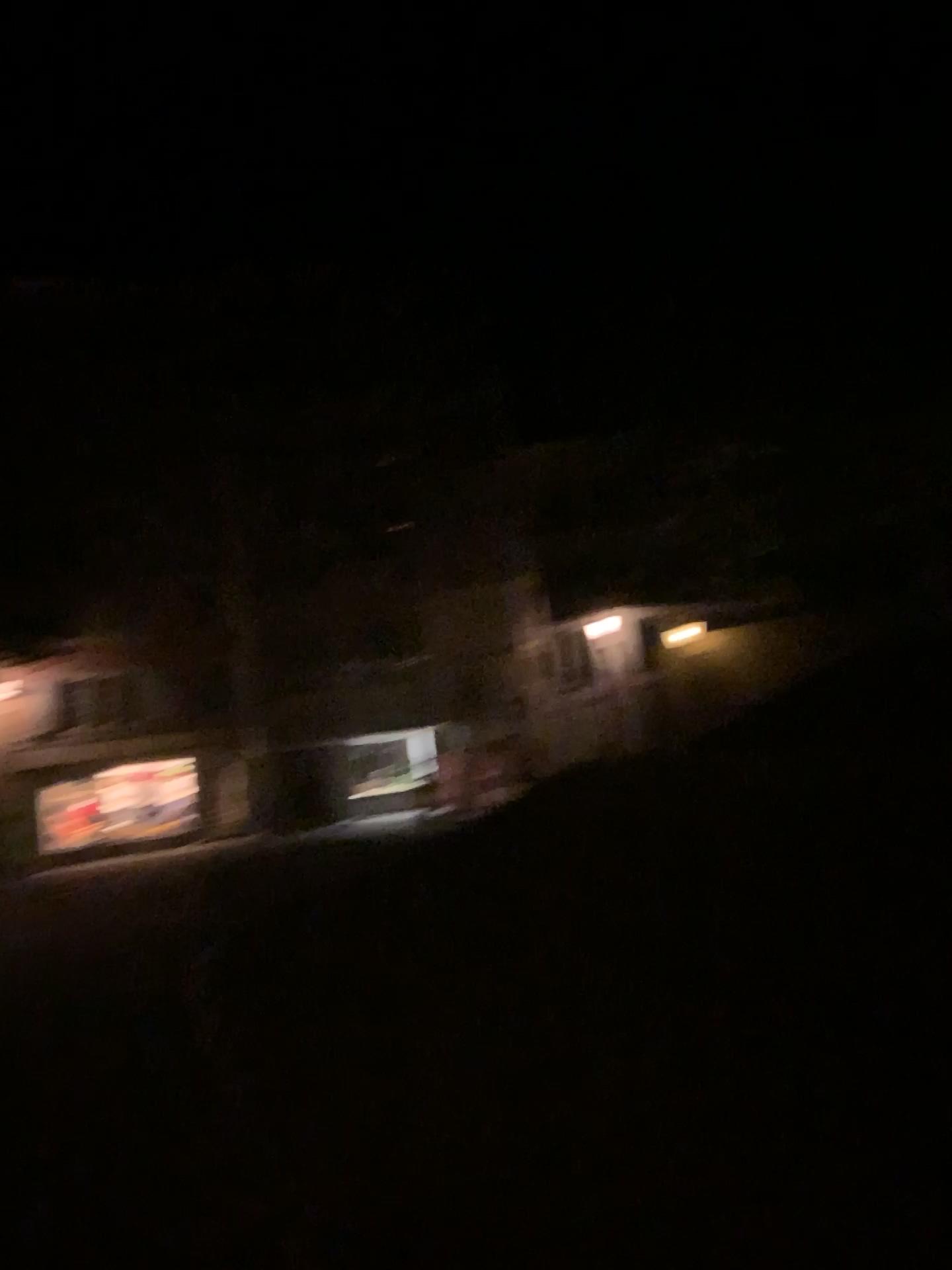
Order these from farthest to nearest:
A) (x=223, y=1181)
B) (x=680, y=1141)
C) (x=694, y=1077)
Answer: (x=694, y=1077)
(x=223, y=1181)
(x=680, y=1141)
